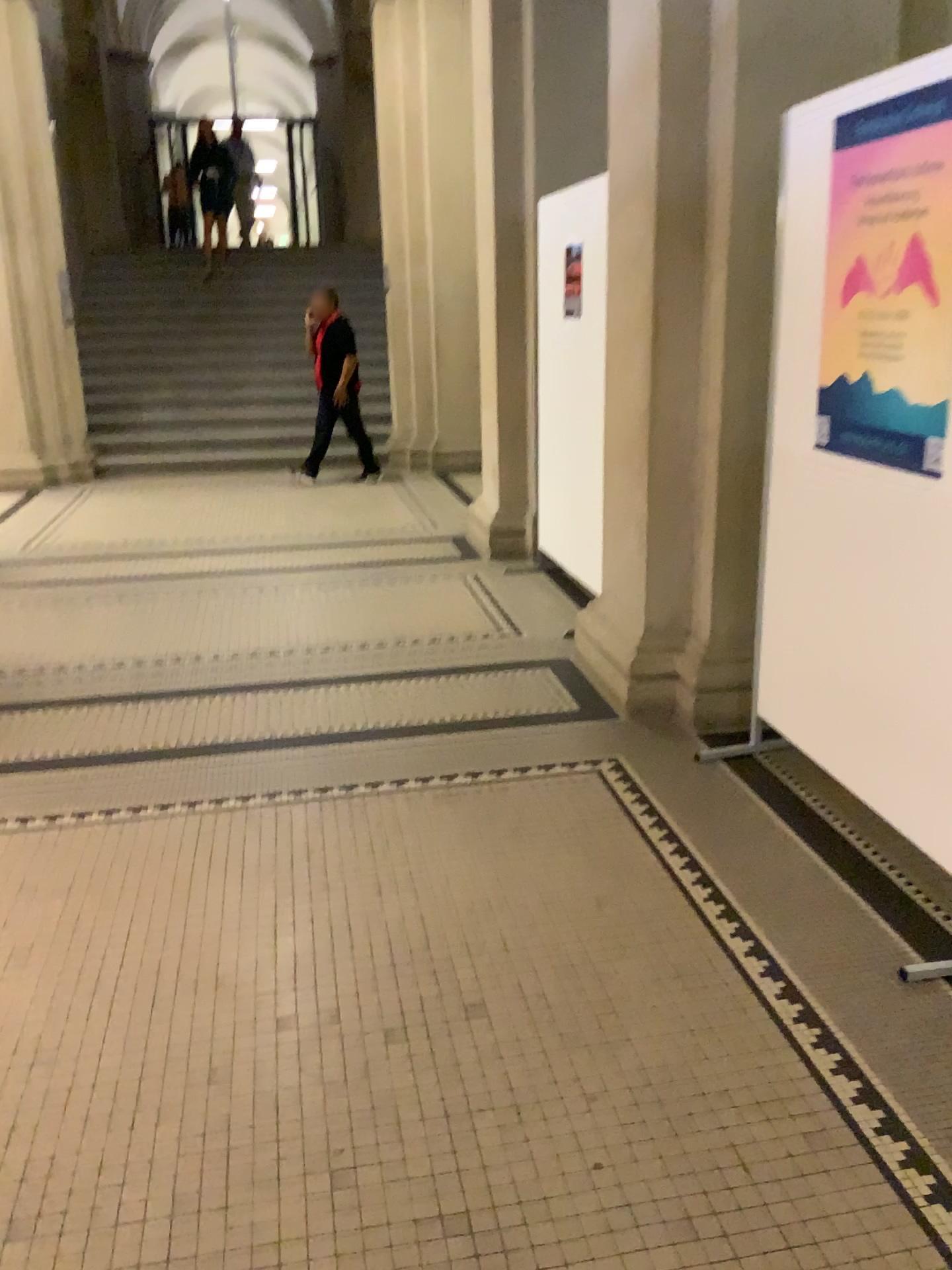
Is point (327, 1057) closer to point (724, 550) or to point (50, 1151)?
point (50, 1151)
